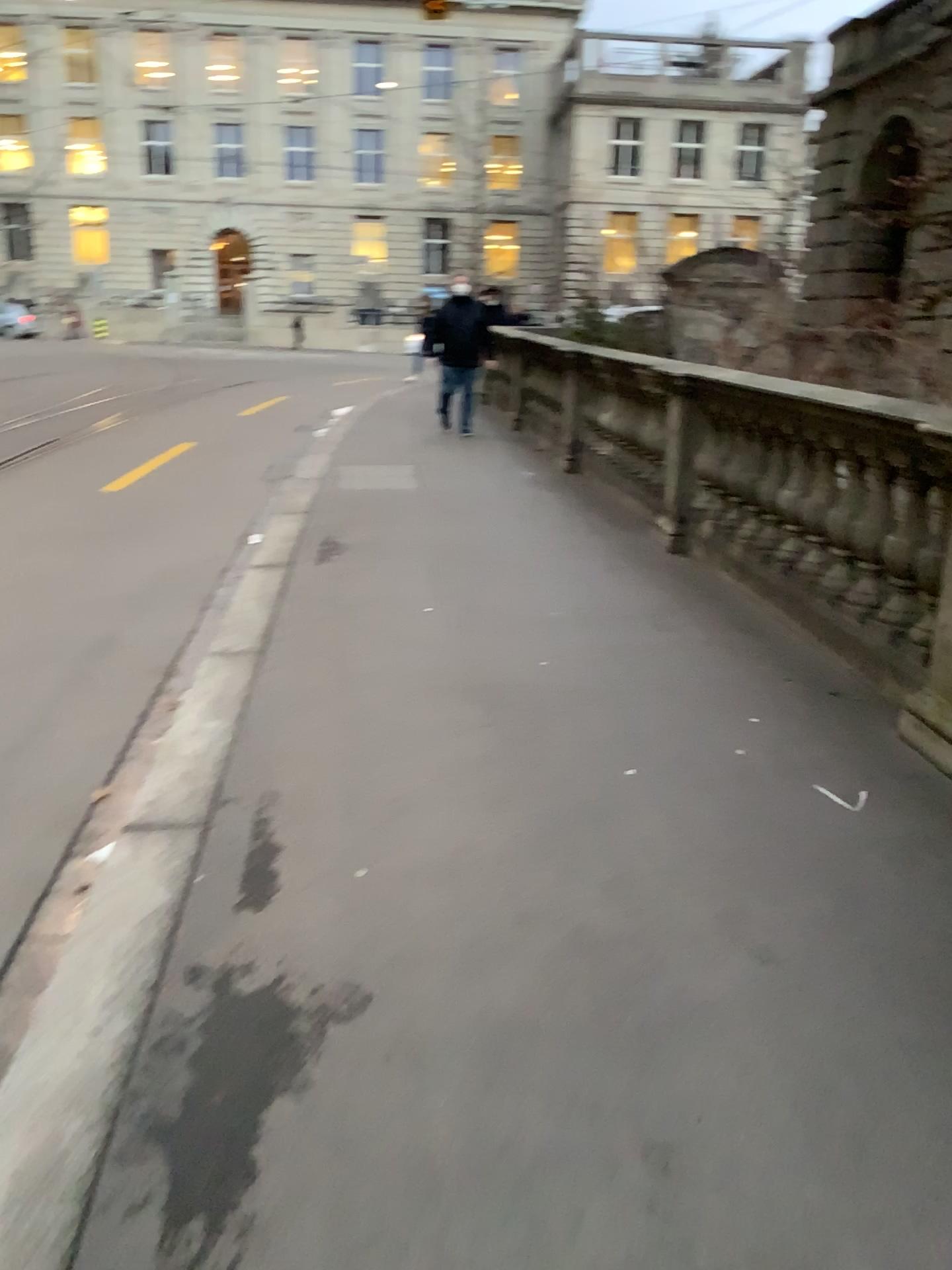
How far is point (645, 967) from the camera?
2.36m
